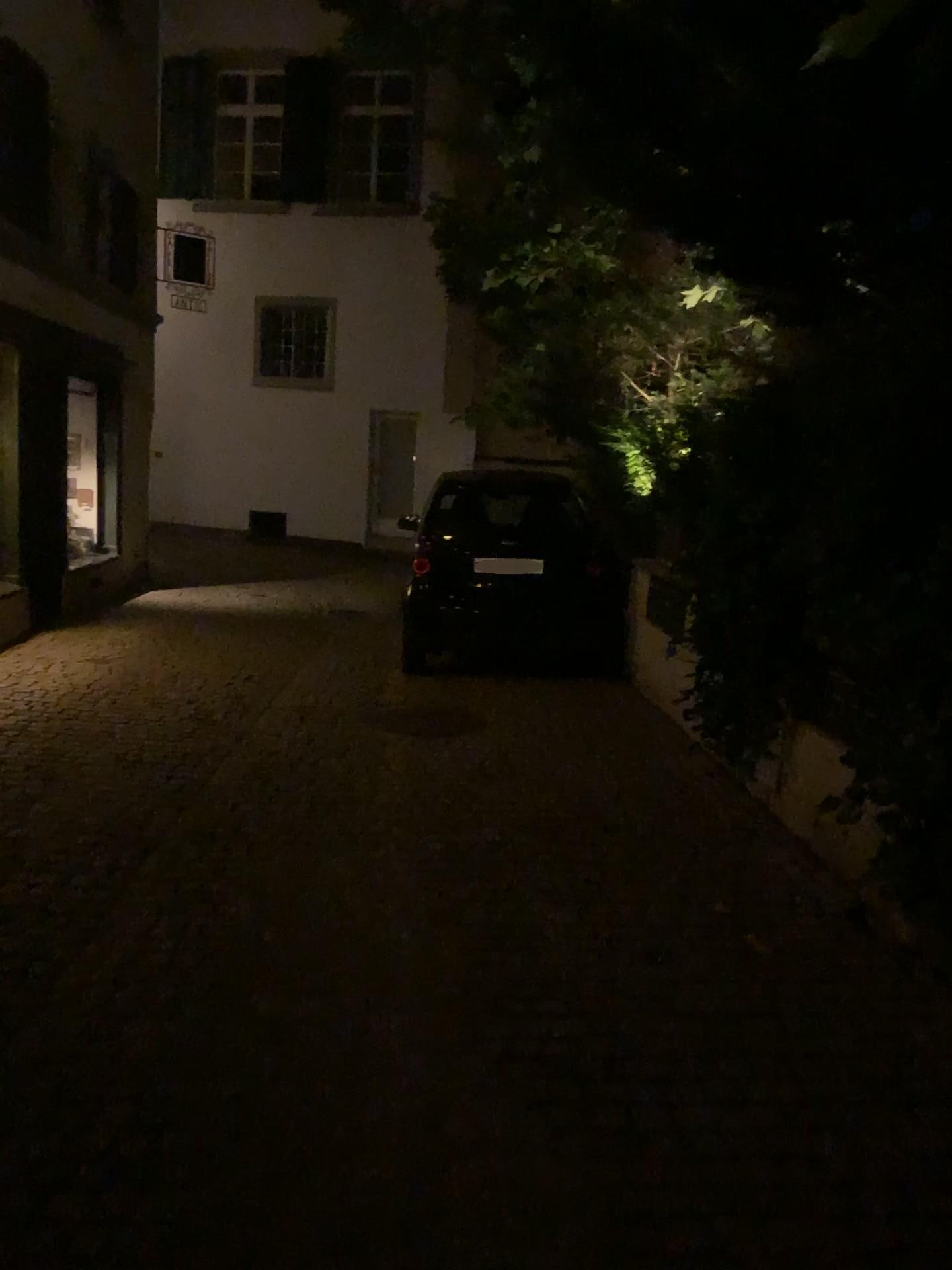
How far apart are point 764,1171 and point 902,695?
1.6 meters
